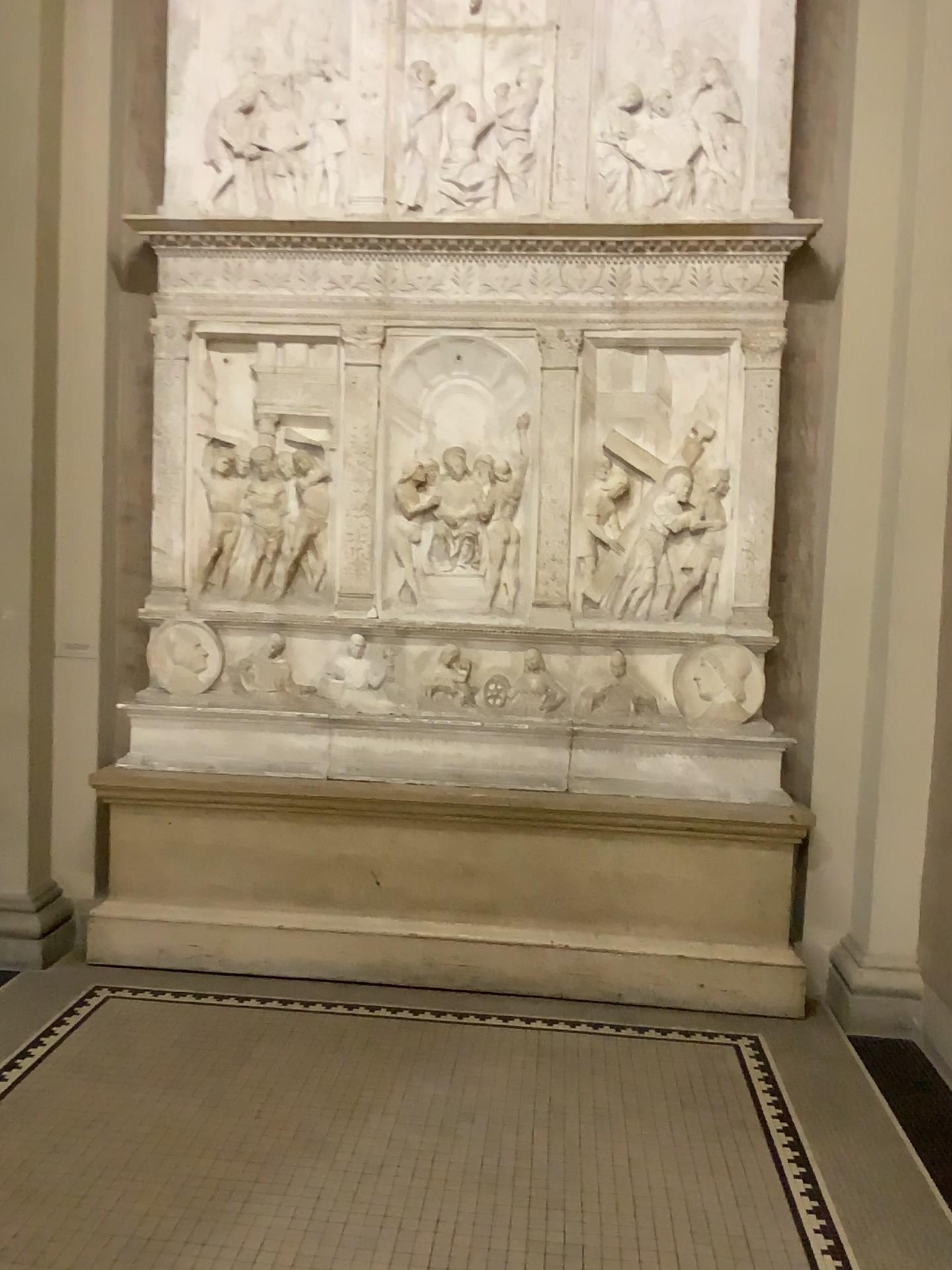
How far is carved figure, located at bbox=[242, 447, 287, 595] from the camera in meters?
4.2 m

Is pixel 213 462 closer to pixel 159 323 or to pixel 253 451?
pixel 253 451

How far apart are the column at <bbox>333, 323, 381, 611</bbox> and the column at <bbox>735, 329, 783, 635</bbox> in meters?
1.4

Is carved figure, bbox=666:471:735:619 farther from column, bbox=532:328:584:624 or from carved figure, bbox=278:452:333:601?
carved figure, bbox=278:452:333:601

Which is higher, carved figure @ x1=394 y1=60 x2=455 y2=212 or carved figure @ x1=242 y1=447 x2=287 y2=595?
carved figure @ x1=394 y1=60 x2=455 y2=212

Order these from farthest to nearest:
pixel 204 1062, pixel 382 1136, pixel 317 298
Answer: pixel 317 298, pixel 204 1062, pixel 382 1136

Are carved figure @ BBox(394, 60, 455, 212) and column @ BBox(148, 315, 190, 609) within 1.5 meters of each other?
yes

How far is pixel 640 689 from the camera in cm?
411

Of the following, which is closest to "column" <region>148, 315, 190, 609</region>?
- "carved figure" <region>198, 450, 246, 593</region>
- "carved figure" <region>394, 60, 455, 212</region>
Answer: "carved figure" <region>198, 450, 246, 593</region>

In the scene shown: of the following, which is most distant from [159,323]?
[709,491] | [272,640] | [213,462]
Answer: [709,491]
